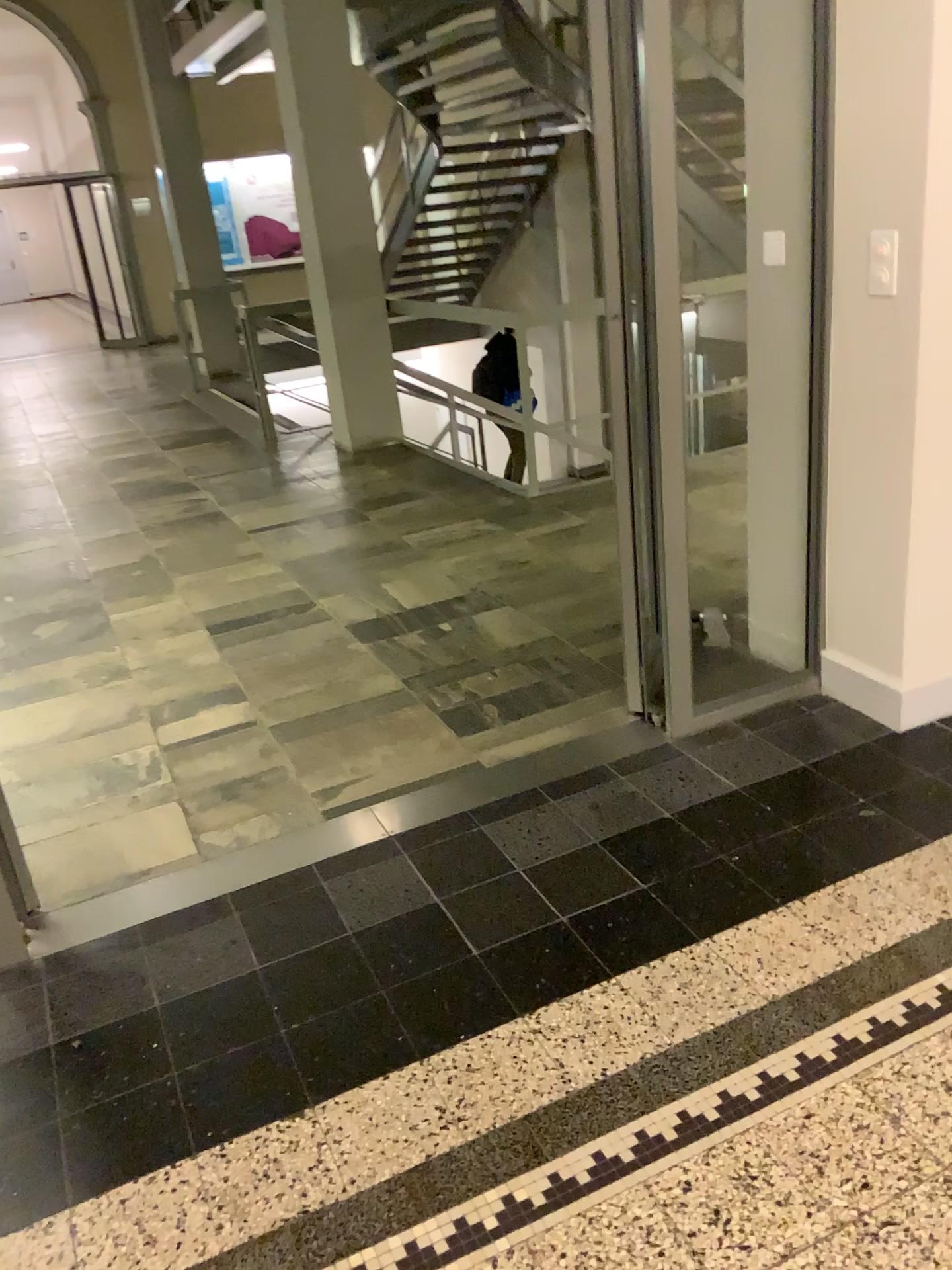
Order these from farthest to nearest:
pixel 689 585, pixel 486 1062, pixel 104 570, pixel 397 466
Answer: pixel 397 466 → pixel 104 570 → pixel 689 585 → pixel 486 1062
